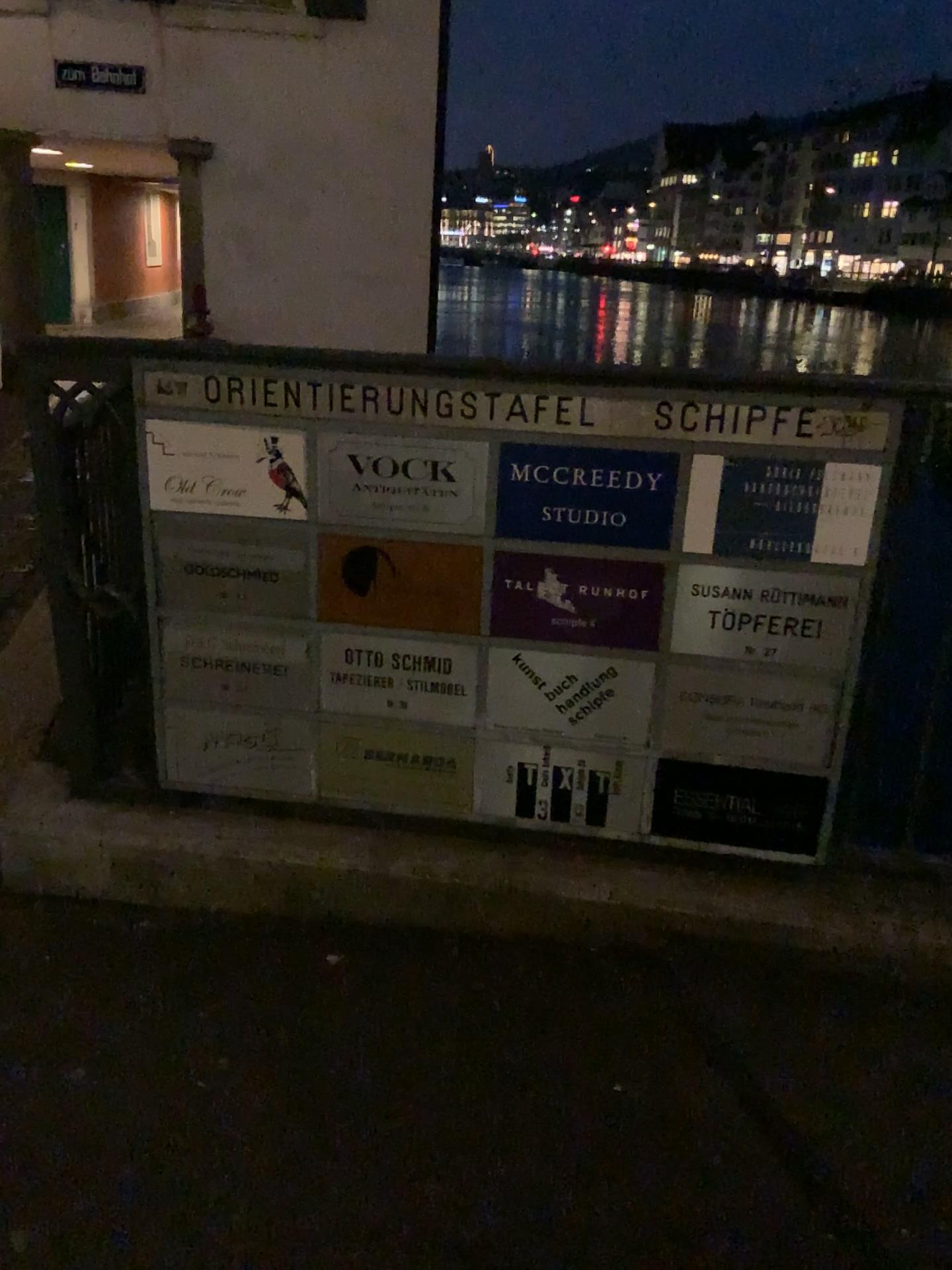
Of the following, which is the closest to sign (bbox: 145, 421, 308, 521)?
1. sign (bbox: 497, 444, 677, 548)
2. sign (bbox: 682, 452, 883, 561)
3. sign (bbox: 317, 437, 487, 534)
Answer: sign (bbox: 317, 437, 487, 534)

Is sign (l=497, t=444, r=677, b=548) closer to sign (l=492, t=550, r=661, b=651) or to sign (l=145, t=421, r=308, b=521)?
sign (l=492, t=550, r=661, b=651)

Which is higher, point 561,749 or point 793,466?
point 793,466

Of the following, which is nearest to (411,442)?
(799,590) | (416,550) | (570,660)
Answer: (416,550)

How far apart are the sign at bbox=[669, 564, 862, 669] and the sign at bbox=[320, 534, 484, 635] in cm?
39

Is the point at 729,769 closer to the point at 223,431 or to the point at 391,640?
the point at 391,640

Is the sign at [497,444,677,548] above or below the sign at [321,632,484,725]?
above

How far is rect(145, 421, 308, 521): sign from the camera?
2.0m

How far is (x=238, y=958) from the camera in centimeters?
210cm

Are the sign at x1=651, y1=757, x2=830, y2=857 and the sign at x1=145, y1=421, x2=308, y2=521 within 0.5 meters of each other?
no
